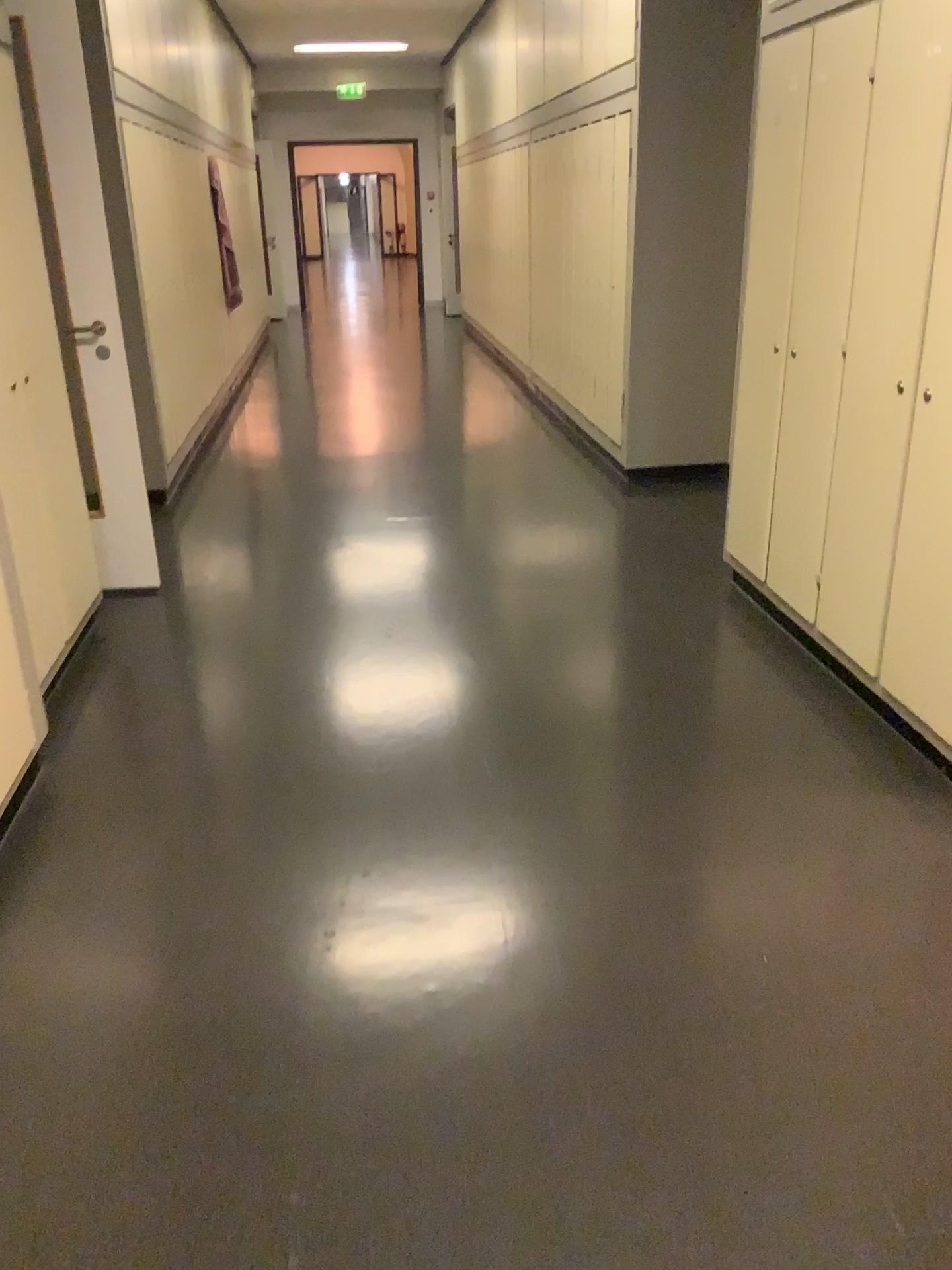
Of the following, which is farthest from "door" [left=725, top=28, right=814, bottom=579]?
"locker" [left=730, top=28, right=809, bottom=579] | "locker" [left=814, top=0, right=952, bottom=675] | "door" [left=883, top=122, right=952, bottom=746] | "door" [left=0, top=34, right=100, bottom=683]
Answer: "door" [left=0, top=34, right=100, bottom=683]

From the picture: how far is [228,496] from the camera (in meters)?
5.37

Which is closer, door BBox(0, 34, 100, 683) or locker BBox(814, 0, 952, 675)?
locker BBox(814, 0, 952, 675)

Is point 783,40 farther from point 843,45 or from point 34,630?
point 34,630

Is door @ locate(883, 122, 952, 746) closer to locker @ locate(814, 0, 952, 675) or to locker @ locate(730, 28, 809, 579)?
locker @ locate(814, 0, 952, 675)

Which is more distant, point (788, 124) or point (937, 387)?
point (788, 124)

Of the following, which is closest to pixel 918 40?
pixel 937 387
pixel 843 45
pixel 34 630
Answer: pixel 843 45

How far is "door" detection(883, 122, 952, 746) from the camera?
2.5m

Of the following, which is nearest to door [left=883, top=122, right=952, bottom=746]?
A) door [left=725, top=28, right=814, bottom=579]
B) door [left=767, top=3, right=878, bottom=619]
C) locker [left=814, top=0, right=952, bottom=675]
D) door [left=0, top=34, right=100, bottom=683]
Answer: locker [left=814, top=0, right=952, bottom=675]

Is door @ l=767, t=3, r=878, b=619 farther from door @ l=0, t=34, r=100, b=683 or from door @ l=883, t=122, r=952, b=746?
door @ l=0, t=34, r=100, b=683
